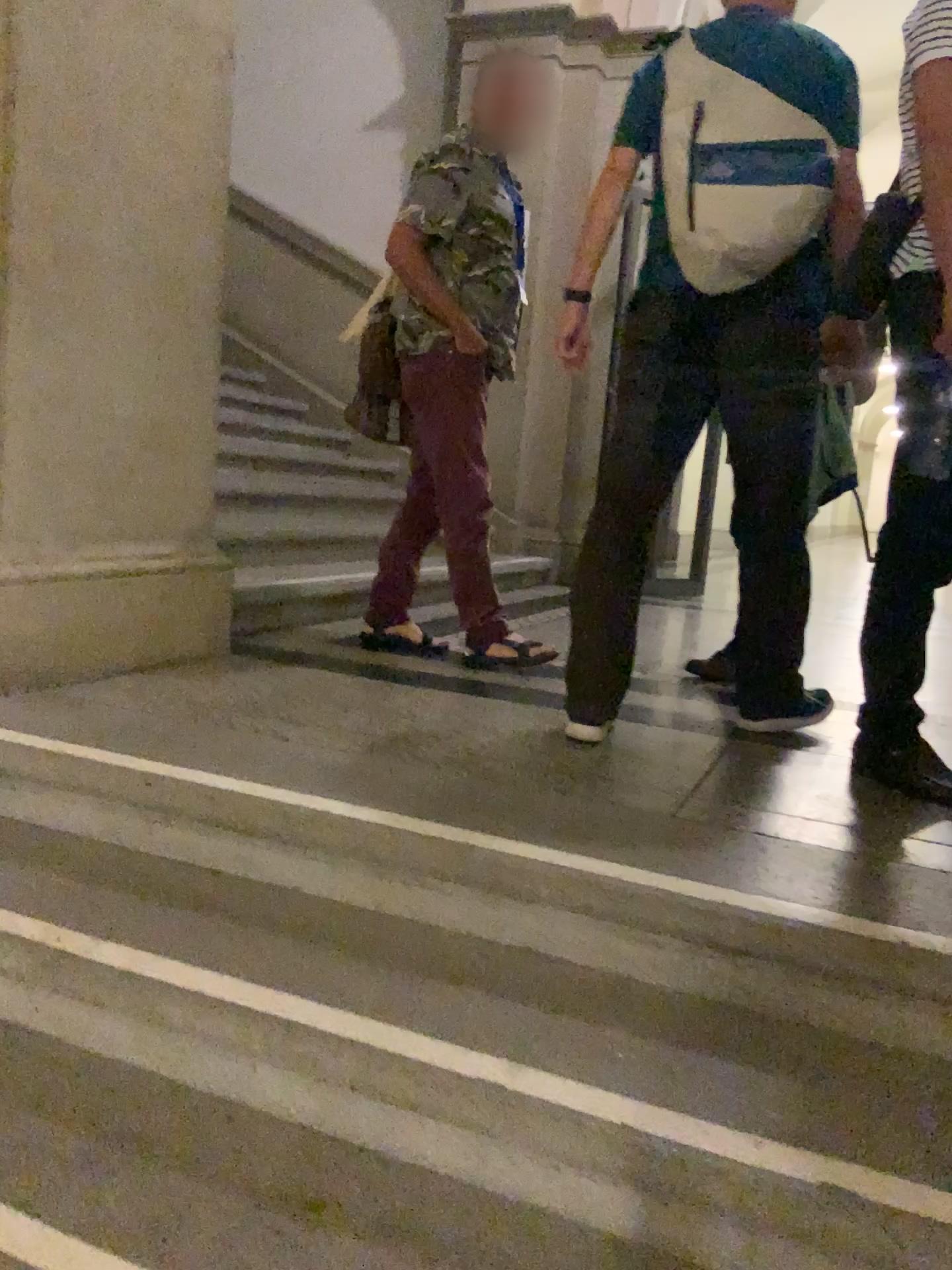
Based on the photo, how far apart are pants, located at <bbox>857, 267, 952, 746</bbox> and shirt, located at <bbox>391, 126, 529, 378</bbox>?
1.4 meters

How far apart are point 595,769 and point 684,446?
0.78m

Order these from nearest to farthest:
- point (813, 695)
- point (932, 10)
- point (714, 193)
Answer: point (932, 10) < point (714, 193) < point (813, 695)

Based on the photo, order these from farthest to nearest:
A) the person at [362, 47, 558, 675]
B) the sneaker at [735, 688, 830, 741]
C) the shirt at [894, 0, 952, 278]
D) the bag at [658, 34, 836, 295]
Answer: the person at [362, 47, 558, 675], the sneaker at [735, 688, 830, 741], the bag at [658, 34, 836, 295], the shirt at [894, 0, 952, 278]

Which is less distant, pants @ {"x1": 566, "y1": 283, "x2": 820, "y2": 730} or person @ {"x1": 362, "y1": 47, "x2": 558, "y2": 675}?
pants @ {"x1": 566, "y1": 283, "x2": 820, "y2": 730}

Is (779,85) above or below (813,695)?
above

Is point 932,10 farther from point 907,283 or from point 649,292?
point 649,292

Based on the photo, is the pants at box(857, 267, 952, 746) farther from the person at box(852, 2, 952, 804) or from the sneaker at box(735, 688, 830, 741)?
the sneaker at box(735, 688, 830, 741)

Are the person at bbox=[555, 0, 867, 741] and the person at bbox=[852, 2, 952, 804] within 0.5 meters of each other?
yes

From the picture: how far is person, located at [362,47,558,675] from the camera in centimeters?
295cm
